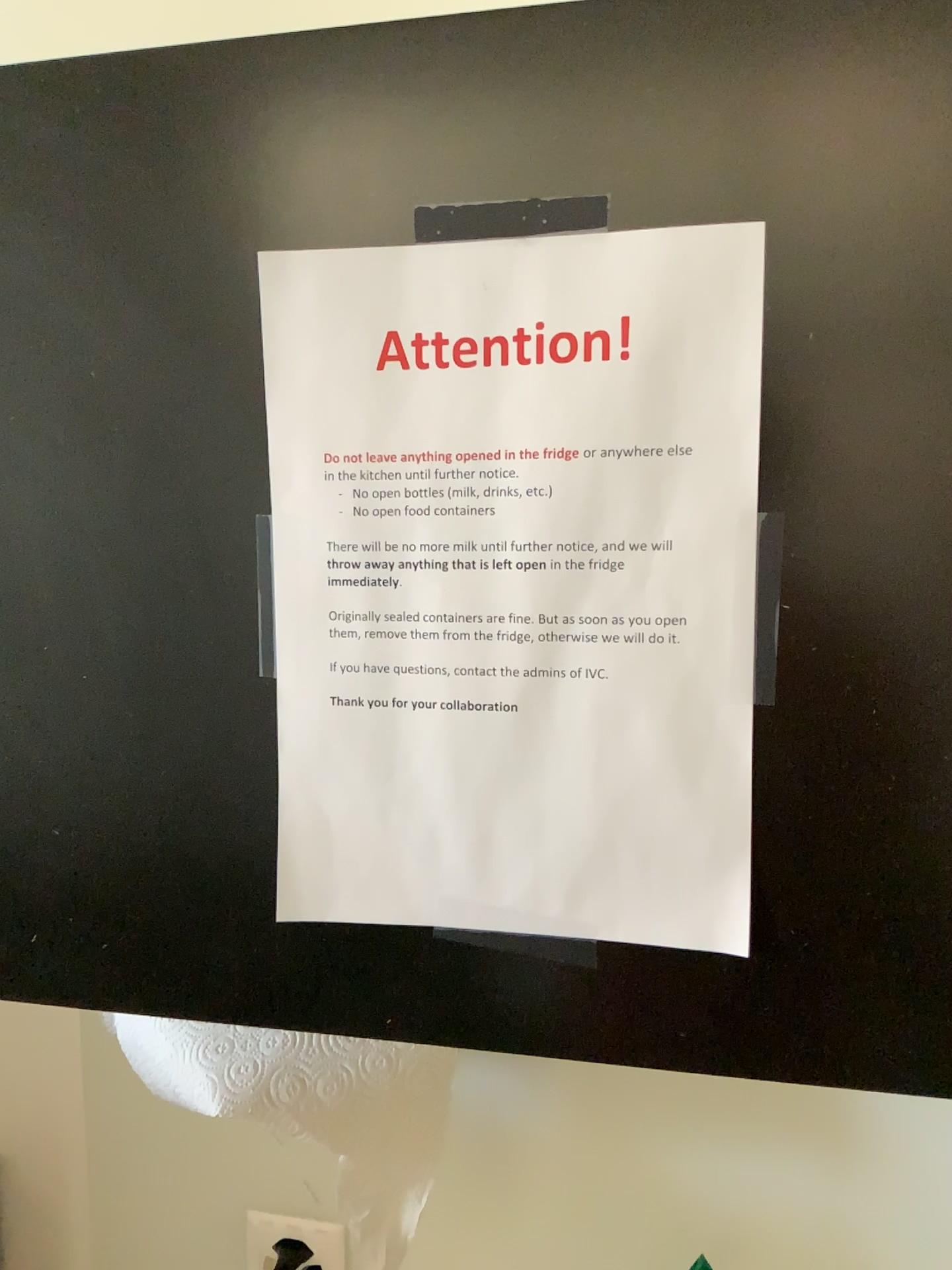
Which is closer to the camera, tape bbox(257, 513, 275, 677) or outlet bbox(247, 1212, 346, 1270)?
tape bbox(257, 513, 275, 677)

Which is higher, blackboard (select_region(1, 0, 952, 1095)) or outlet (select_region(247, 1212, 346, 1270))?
blackboard (select_region(1, 0, 952, 1095))

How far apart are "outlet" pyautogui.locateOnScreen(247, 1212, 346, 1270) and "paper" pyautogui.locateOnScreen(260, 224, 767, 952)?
0.5 meters

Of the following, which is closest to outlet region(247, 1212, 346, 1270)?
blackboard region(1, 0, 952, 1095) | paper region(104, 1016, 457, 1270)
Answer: paper region(104, 1016, 457, 1270)

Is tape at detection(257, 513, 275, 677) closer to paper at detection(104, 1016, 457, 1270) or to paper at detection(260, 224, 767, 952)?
paper at detection(260, 224, 767, 952)

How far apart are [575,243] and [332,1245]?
0.82m

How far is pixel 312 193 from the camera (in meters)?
0.46

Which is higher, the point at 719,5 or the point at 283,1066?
the point at 719,5

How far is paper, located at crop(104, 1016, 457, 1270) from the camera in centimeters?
69cm

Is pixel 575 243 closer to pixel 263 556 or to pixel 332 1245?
pixel 263 556
